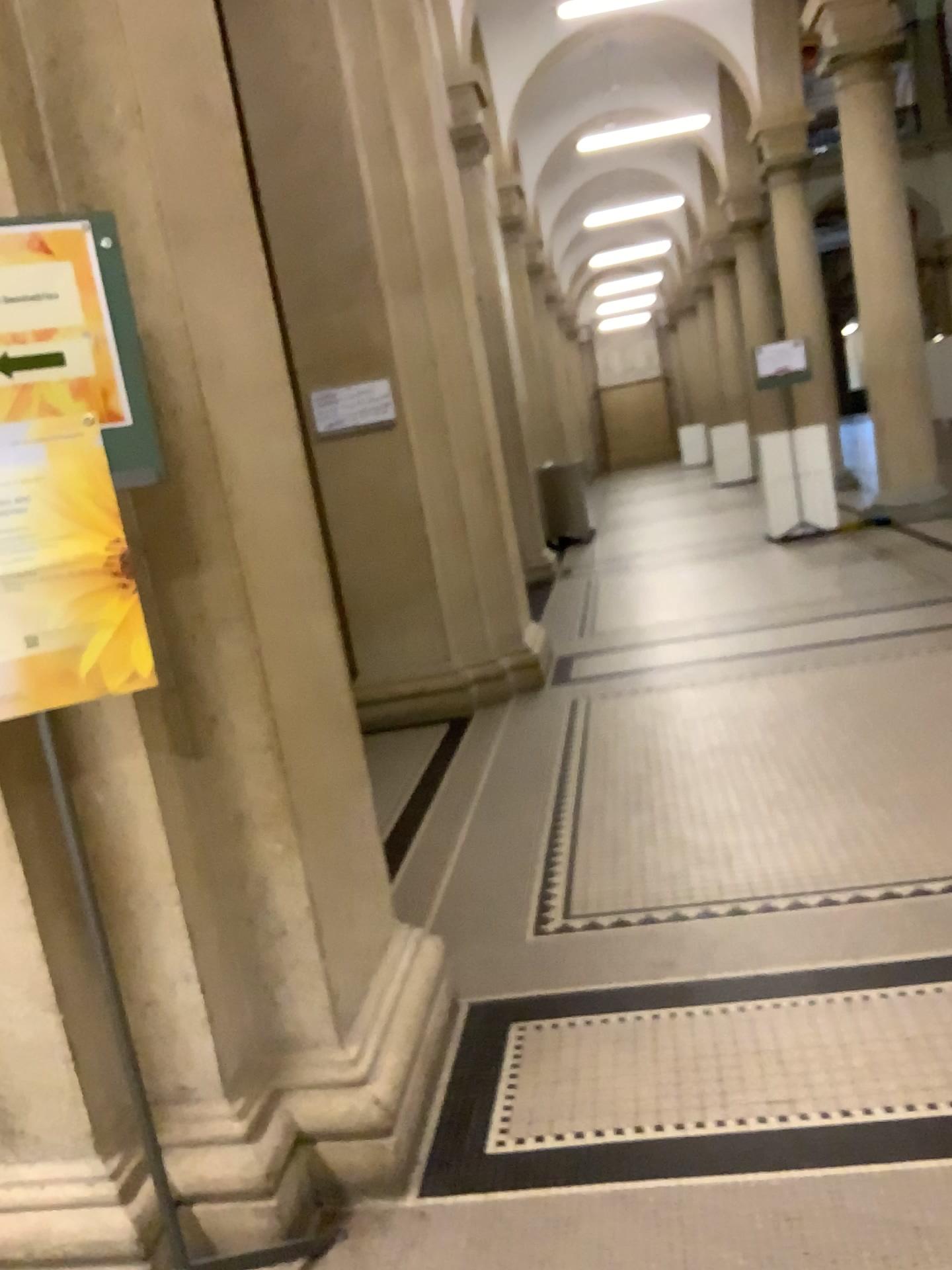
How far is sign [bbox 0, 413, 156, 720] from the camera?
1.6 meters

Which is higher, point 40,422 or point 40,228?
point 40,228

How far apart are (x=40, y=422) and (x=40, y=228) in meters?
0.3

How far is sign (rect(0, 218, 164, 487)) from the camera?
1.55m

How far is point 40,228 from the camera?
1.55m

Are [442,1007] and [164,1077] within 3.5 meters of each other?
yes
